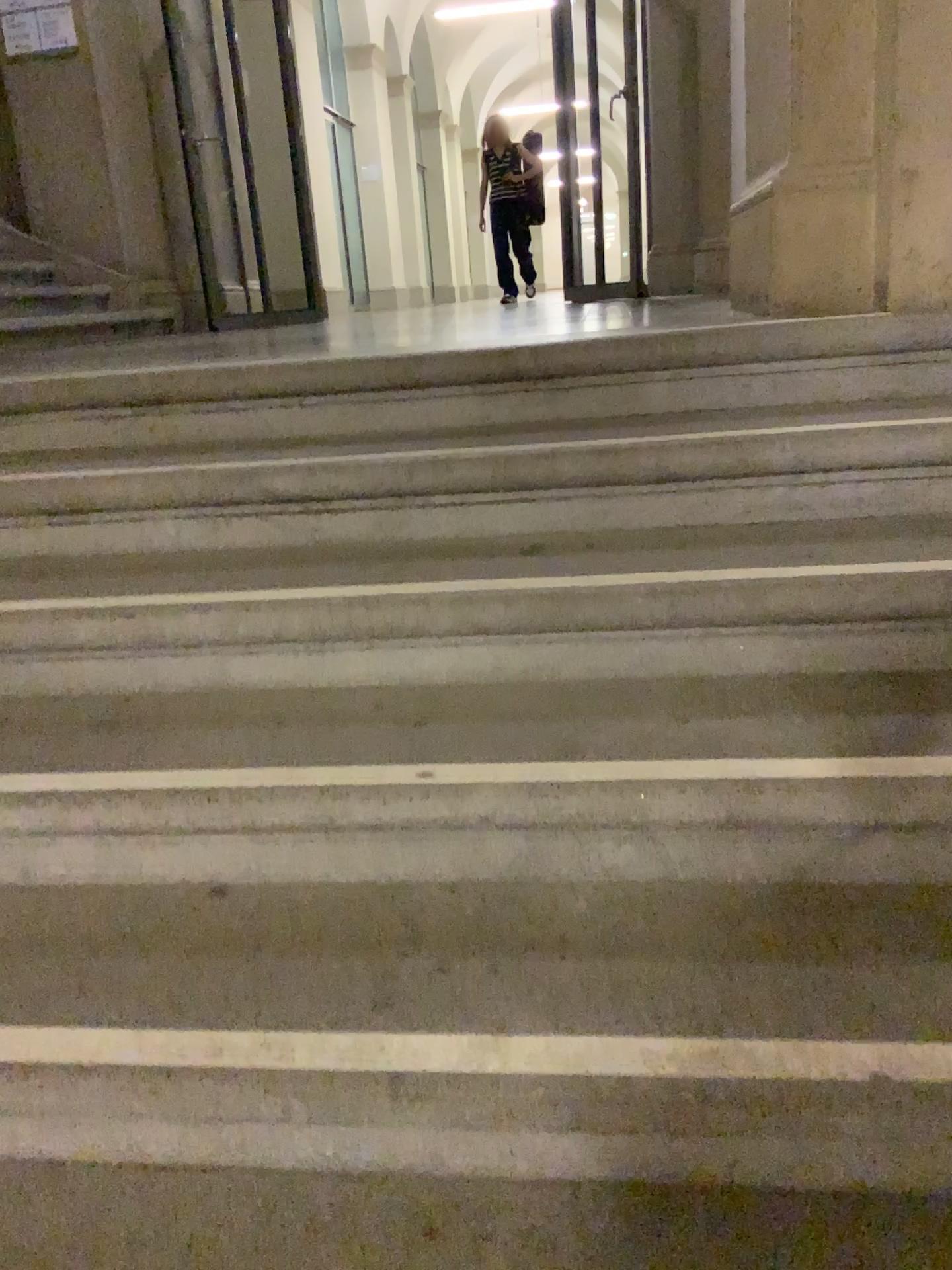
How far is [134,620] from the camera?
1.68m
